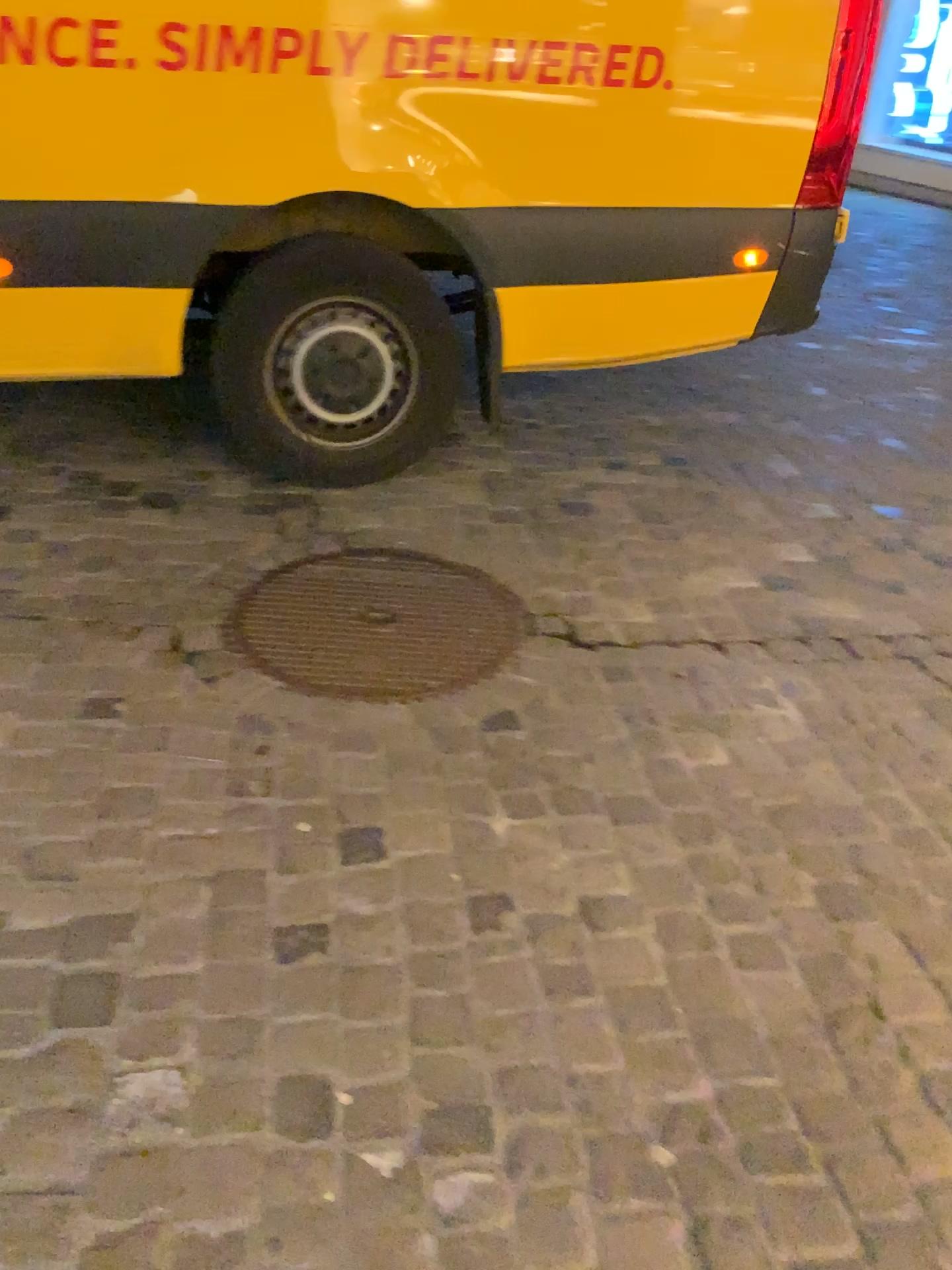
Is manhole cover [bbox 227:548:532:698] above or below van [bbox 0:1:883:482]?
below

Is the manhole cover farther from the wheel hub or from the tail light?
the tail light

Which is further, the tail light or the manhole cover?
the tail light

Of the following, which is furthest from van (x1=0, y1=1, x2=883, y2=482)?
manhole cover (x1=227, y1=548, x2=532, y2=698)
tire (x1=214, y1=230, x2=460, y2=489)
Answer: manhole cover (x1=227, y1=548, x2=532, y2=698)

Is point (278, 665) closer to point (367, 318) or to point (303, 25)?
point (367, 318)

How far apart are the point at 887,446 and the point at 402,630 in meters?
2.2

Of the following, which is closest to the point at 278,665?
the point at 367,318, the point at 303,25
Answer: the point at 367,318

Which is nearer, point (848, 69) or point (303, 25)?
point (303, 25)

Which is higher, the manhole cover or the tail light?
the tail light

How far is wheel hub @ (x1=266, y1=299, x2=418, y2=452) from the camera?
2.9 meters
